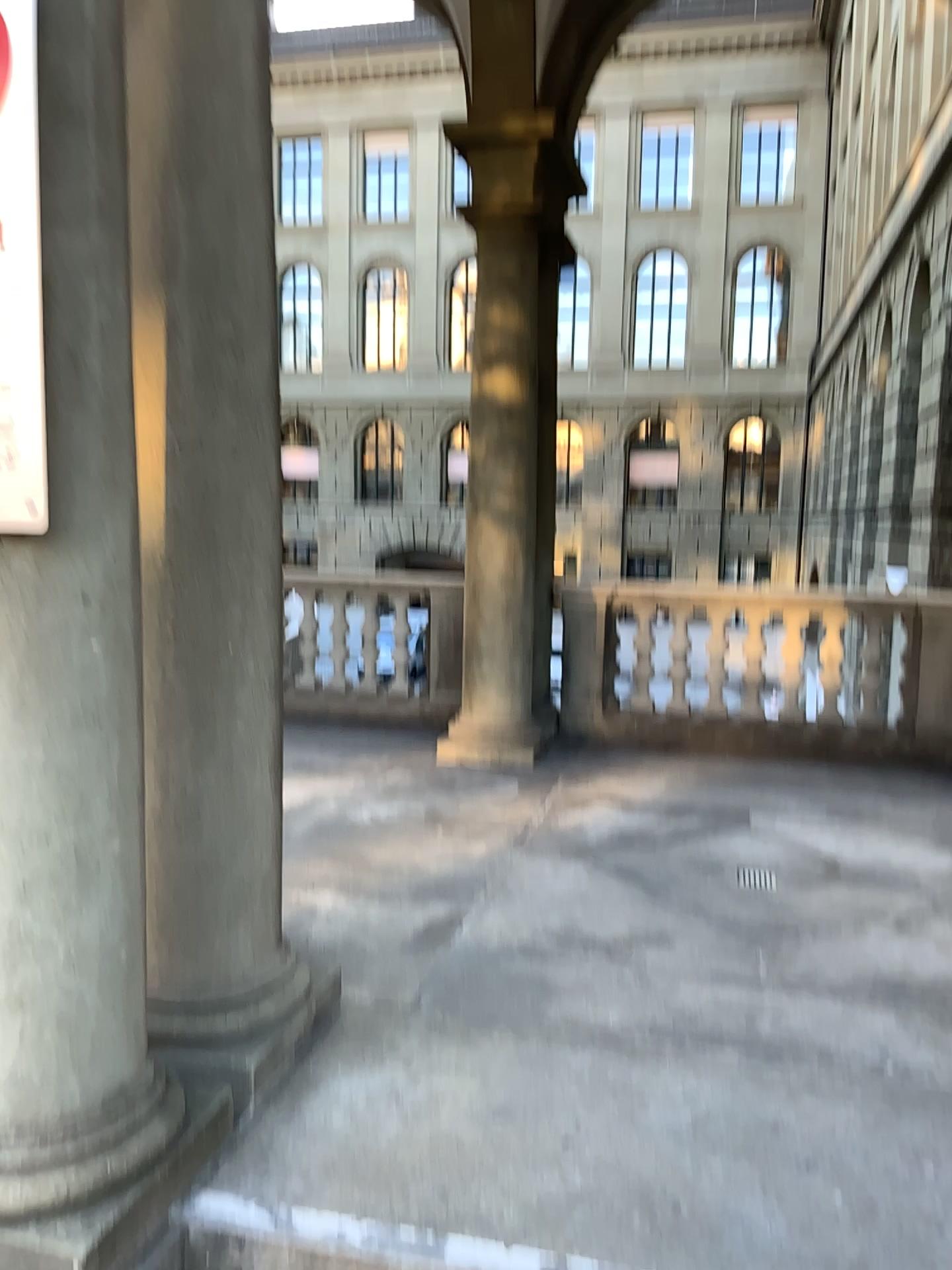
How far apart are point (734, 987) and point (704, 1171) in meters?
0.9

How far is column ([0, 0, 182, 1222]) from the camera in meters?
1.9 m

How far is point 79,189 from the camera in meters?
1.9
